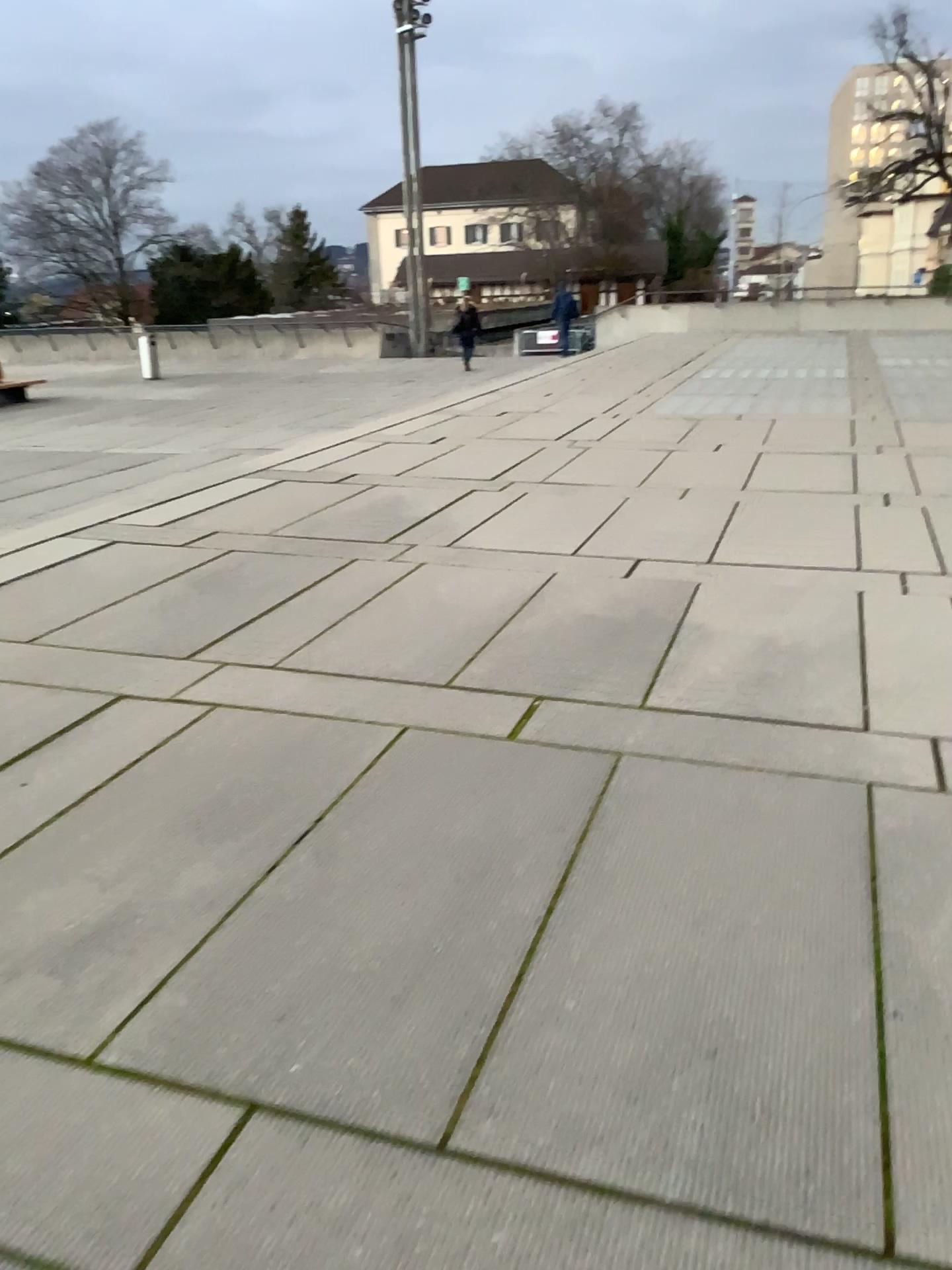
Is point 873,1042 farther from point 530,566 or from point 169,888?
point 530,566
